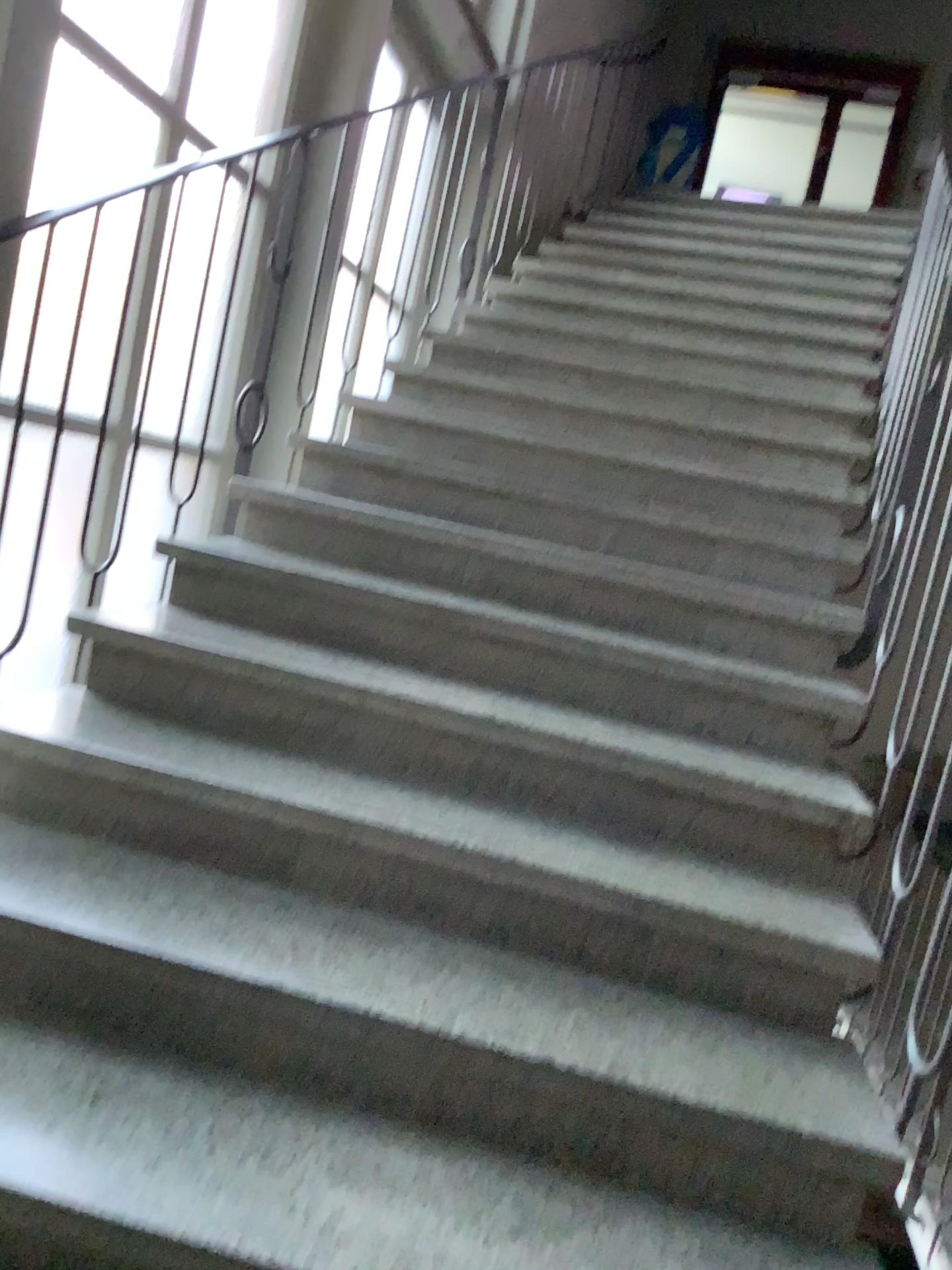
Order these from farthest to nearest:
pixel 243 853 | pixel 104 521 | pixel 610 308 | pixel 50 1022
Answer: pixel 610 308, pixel 104 521, pixel 243 853, pixel 50 1022
